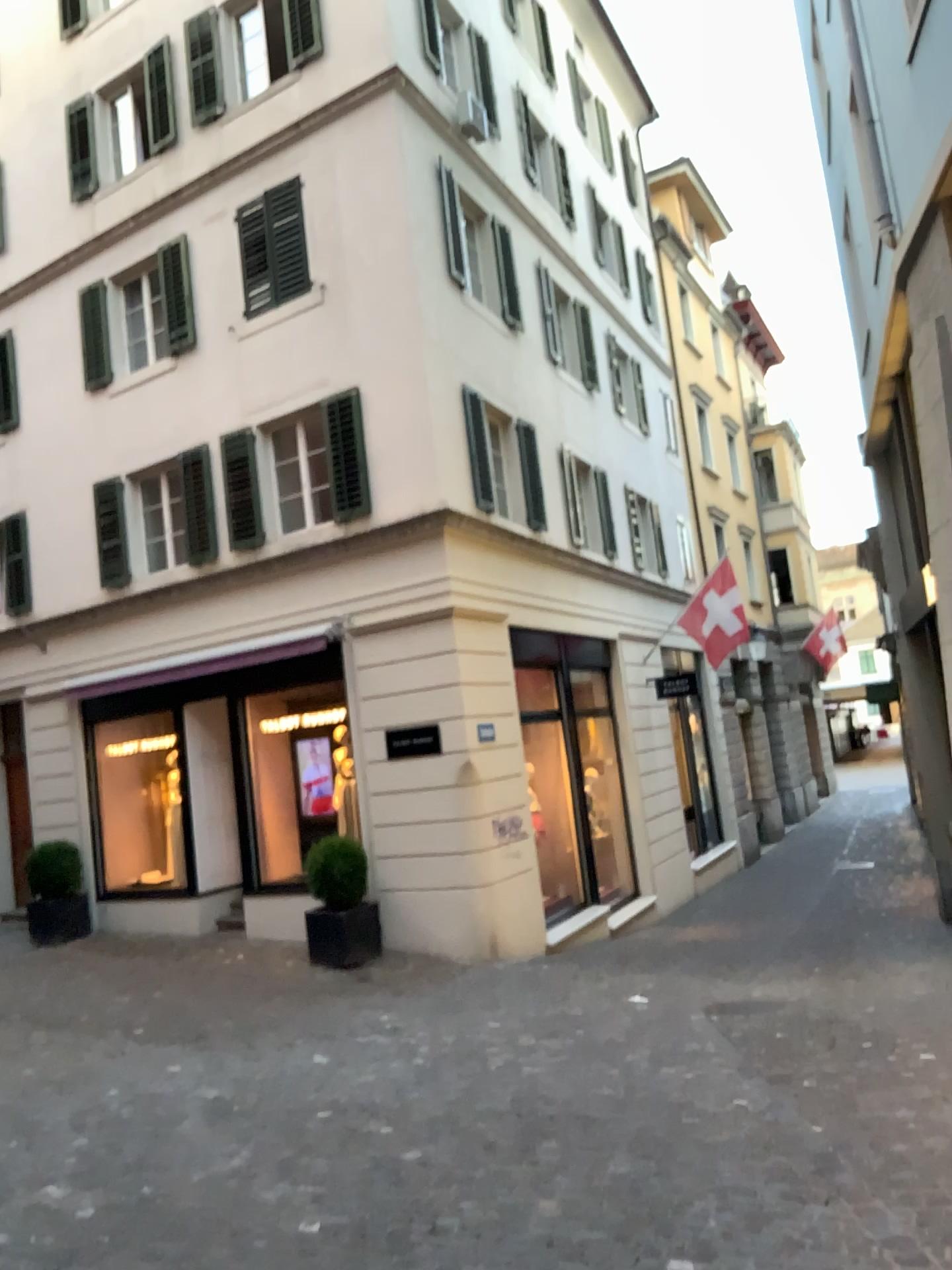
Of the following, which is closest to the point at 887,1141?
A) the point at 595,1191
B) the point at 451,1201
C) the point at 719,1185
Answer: the point at 719,1185
